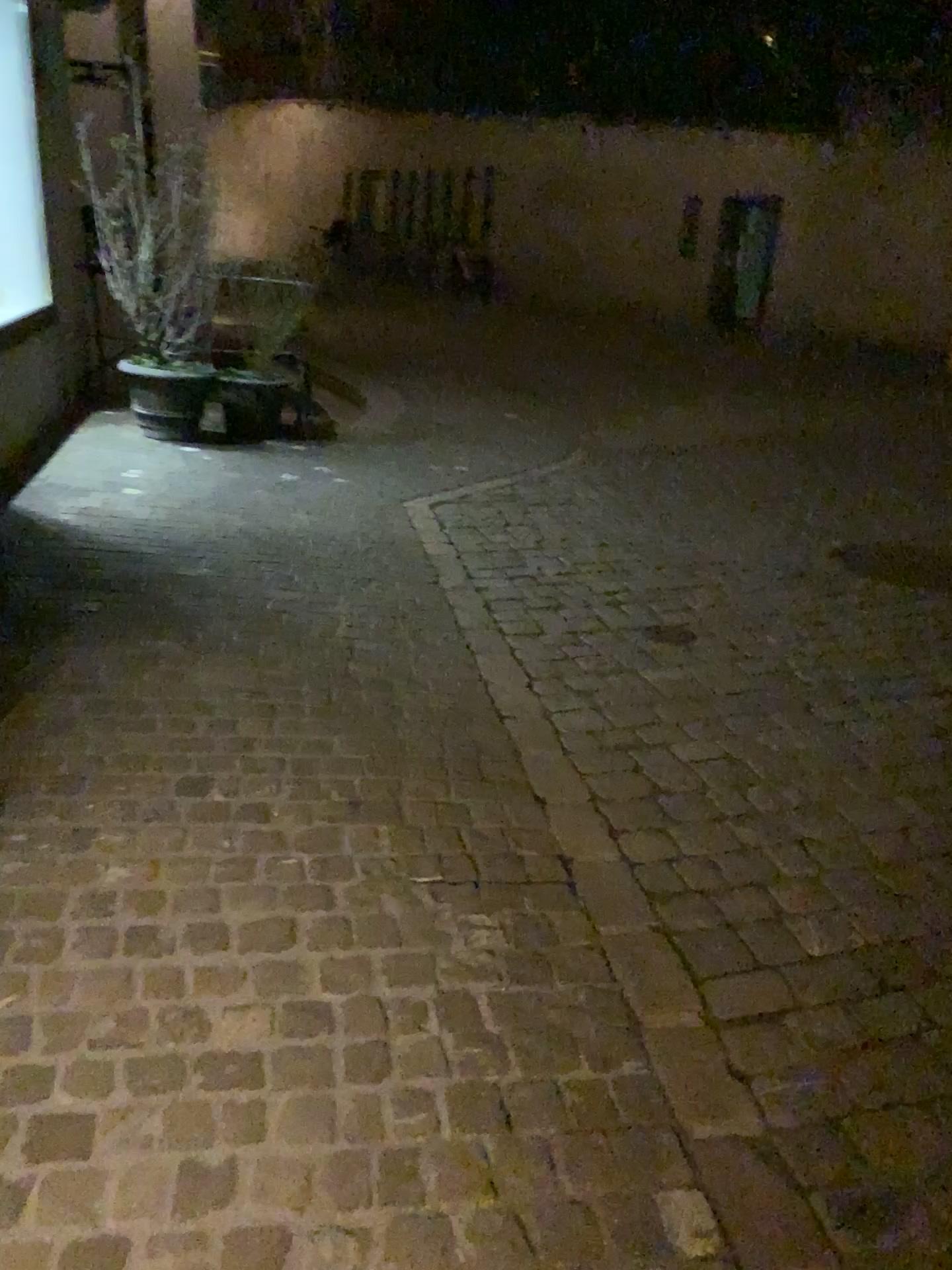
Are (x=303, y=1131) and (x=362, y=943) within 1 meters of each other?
yes
